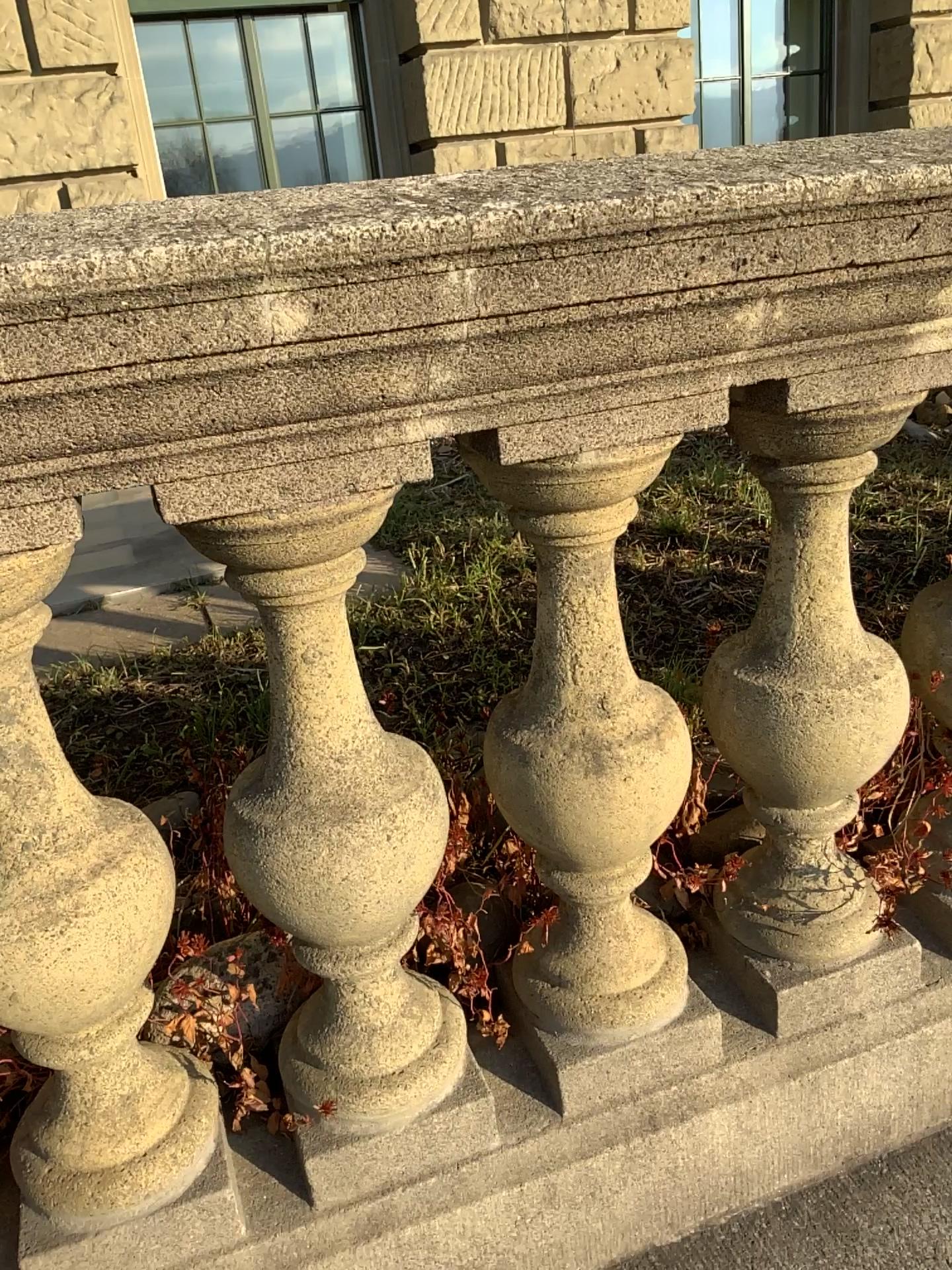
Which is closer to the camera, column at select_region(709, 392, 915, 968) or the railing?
the railing

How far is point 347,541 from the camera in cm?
84

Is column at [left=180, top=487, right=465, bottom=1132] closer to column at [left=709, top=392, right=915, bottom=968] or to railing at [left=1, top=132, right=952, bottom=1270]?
railing at [left=1, top=132, right=952, bottom=1270]

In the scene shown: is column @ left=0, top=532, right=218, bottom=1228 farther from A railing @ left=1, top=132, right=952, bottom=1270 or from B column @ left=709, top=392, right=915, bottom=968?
B column @ left=709, top=392, right=915, bottom=968

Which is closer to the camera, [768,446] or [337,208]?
[337,208]

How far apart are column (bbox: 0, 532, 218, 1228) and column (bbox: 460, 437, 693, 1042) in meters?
0.3 m

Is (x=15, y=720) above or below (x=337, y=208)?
below

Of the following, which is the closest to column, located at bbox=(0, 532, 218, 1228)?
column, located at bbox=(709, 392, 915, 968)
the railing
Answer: the railing

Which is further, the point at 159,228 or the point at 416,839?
the point at 416,839

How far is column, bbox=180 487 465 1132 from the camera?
0.8m
